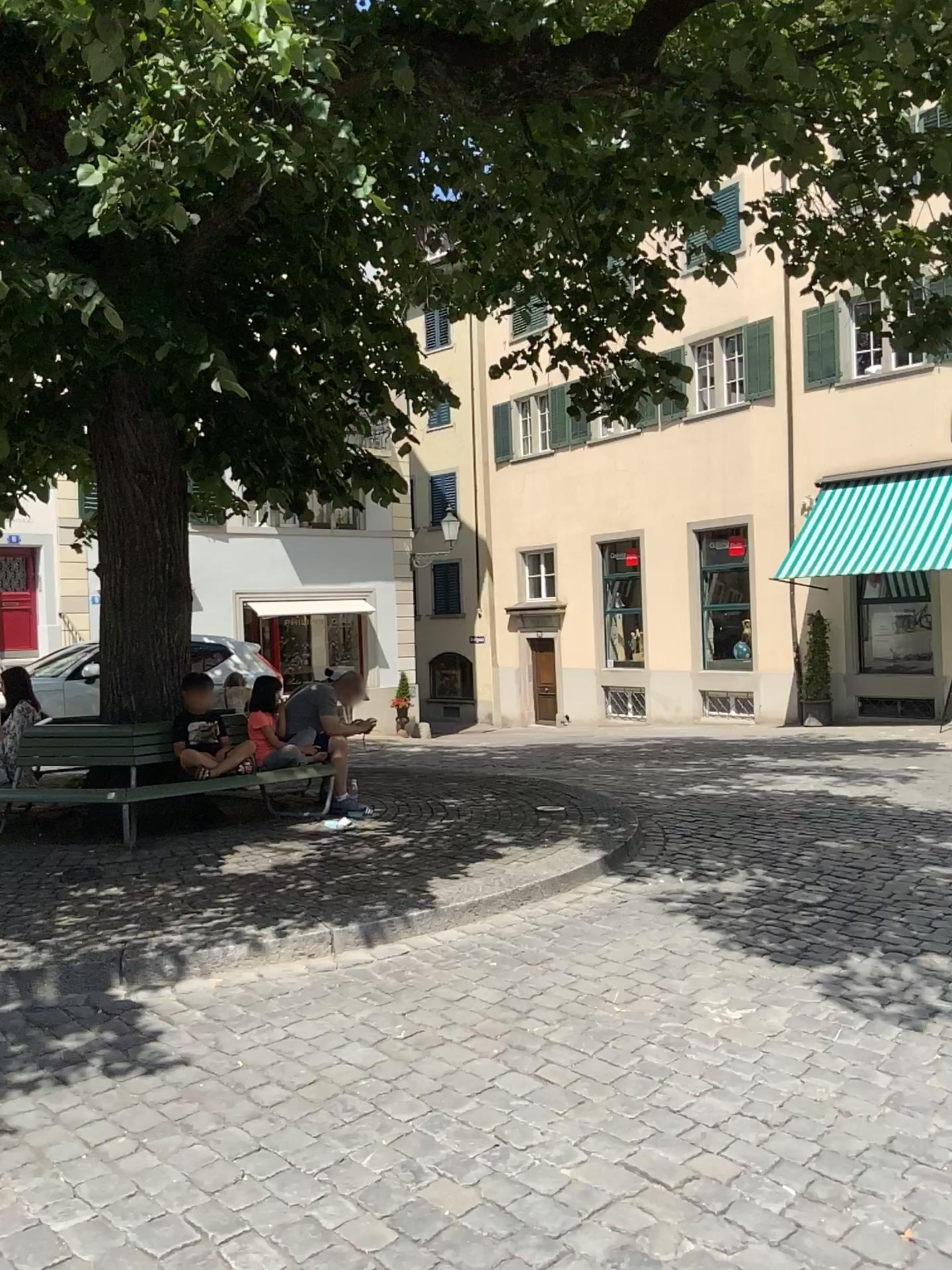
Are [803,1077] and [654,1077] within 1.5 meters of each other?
yes
